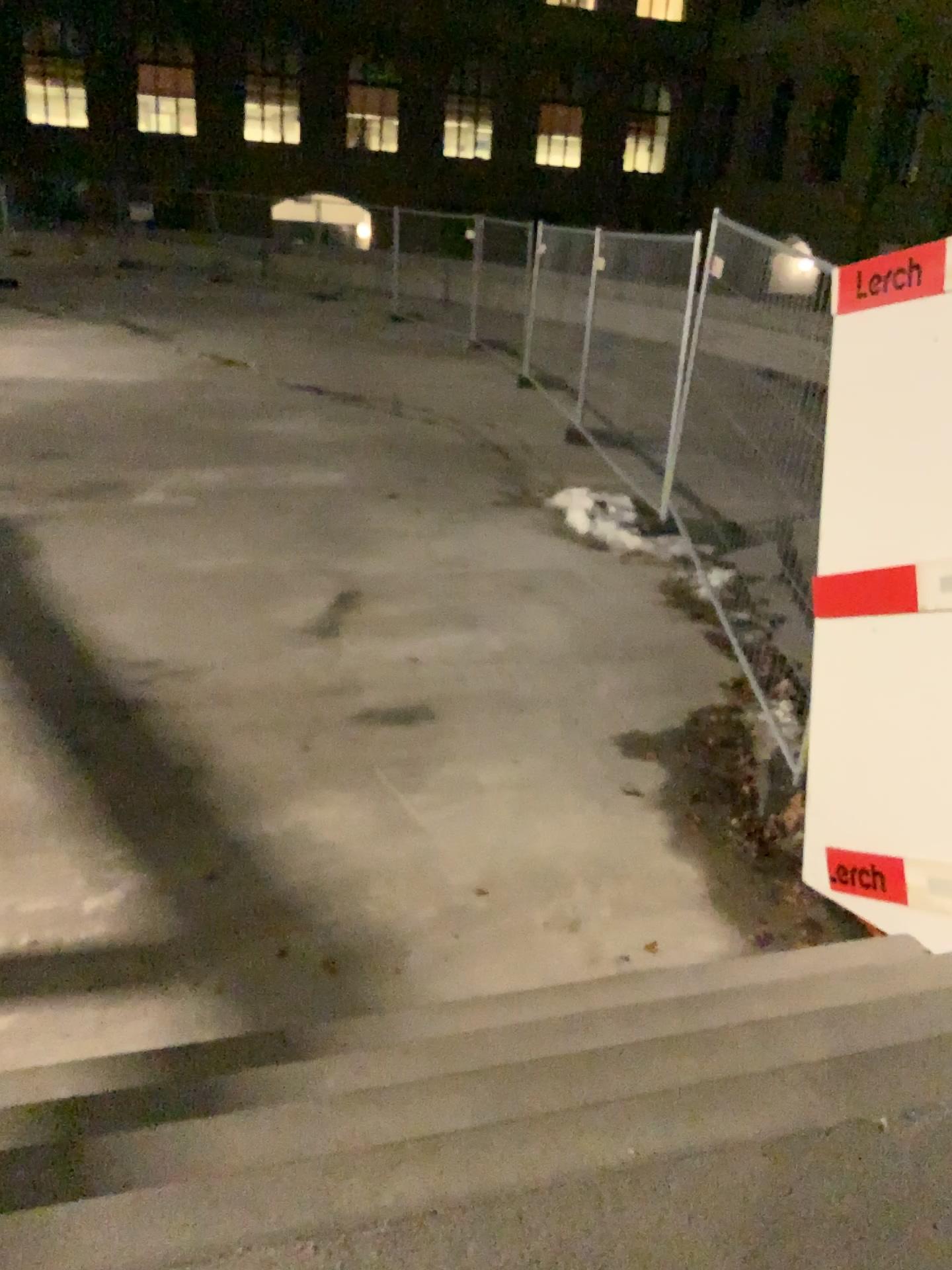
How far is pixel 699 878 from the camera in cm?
380
